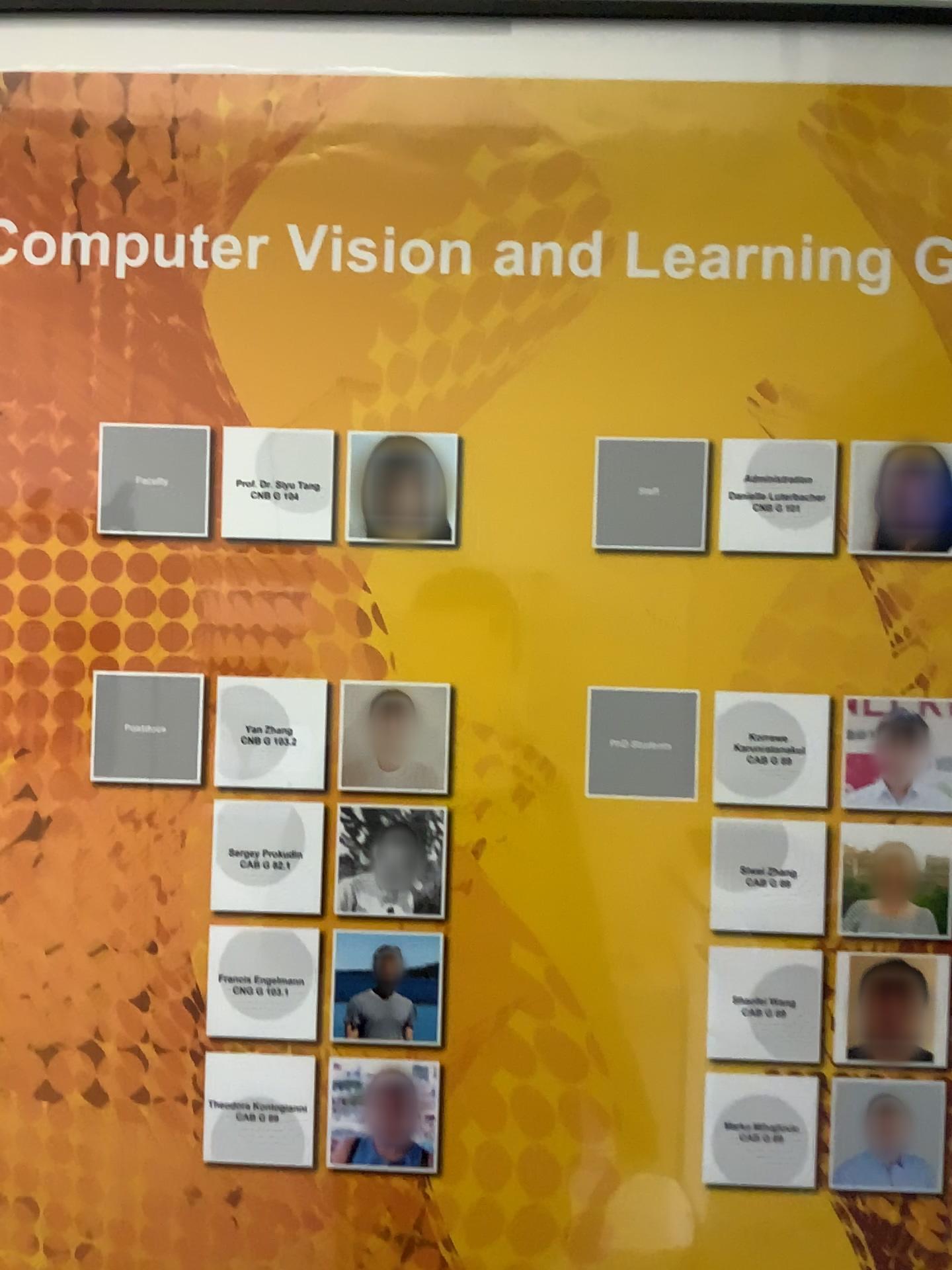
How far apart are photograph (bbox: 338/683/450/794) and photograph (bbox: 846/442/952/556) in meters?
0.3

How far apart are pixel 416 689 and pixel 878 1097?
0.4 meters

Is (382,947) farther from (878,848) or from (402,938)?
(878,848)

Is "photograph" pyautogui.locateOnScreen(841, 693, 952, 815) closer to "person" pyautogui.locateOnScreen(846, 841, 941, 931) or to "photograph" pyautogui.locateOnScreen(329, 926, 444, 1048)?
"person" pyautogui.locateOnScreen(846, 841, 941, 931)

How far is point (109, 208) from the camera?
0.73m

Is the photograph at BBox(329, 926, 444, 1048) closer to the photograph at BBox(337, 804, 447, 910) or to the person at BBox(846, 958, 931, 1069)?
the photograph at BBox(337, 804, 447, 910)

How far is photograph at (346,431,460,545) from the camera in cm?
72

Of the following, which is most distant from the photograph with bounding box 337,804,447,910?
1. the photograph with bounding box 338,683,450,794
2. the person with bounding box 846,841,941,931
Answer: the person with bounding box 846,841,941,931

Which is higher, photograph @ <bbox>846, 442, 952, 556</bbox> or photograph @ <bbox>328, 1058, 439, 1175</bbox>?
Answer: photograph @ <bbox>846, 442, 952, 556</bbox>

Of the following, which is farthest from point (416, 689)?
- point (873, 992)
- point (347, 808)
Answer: point (873, 992)
